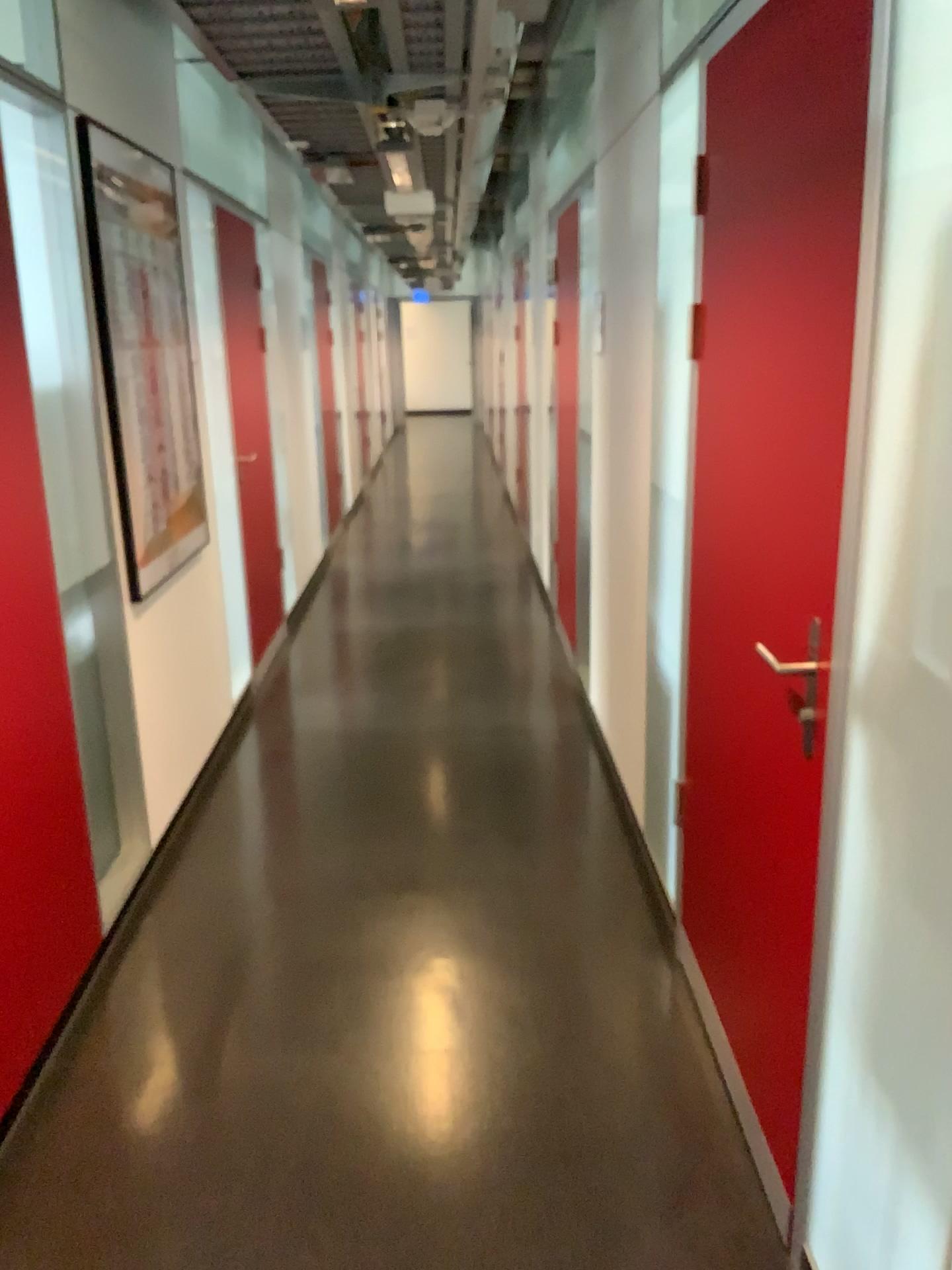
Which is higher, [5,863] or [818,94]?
[818,94]

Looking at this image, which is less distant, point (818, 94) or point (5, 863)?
point (818, 94)

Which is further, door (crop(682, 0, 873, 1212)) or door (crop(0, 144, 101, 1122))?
door (crop(0, 144, 101, 1122))

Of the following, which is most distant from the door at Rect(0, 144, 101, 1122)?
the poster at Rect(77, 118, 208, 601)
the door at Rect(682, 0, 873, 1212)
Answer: the door at Rect(682, 0, 873, 1212)

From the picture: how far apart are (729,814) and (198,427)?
2.54m

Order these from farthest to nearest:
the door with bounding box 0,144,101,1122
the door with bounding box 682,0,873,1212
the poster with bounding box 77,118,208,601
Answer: the poster with bounding box 77,118,208,601
the door with bounding box 0,144,101,1122
the door with bounding box 682,0,873,1212

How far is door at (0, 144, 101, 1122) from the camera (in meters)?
2.20

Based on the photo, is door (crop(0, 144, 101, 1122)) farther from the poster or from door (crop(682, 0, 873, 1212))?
door (crop(682, 0, 873, 1212))

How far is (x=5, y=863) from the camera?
2.2m
